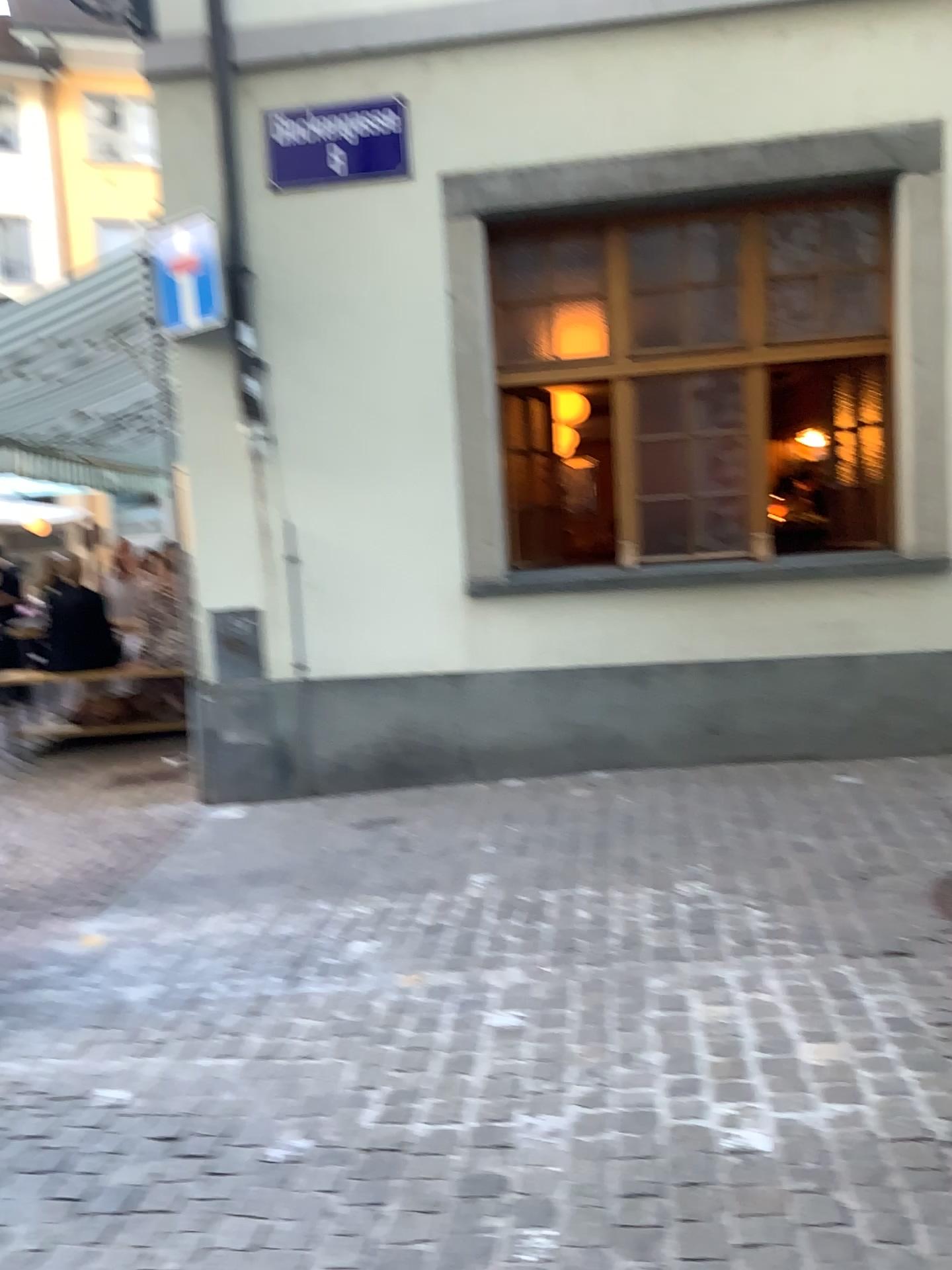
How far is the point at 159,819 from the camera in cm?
565
